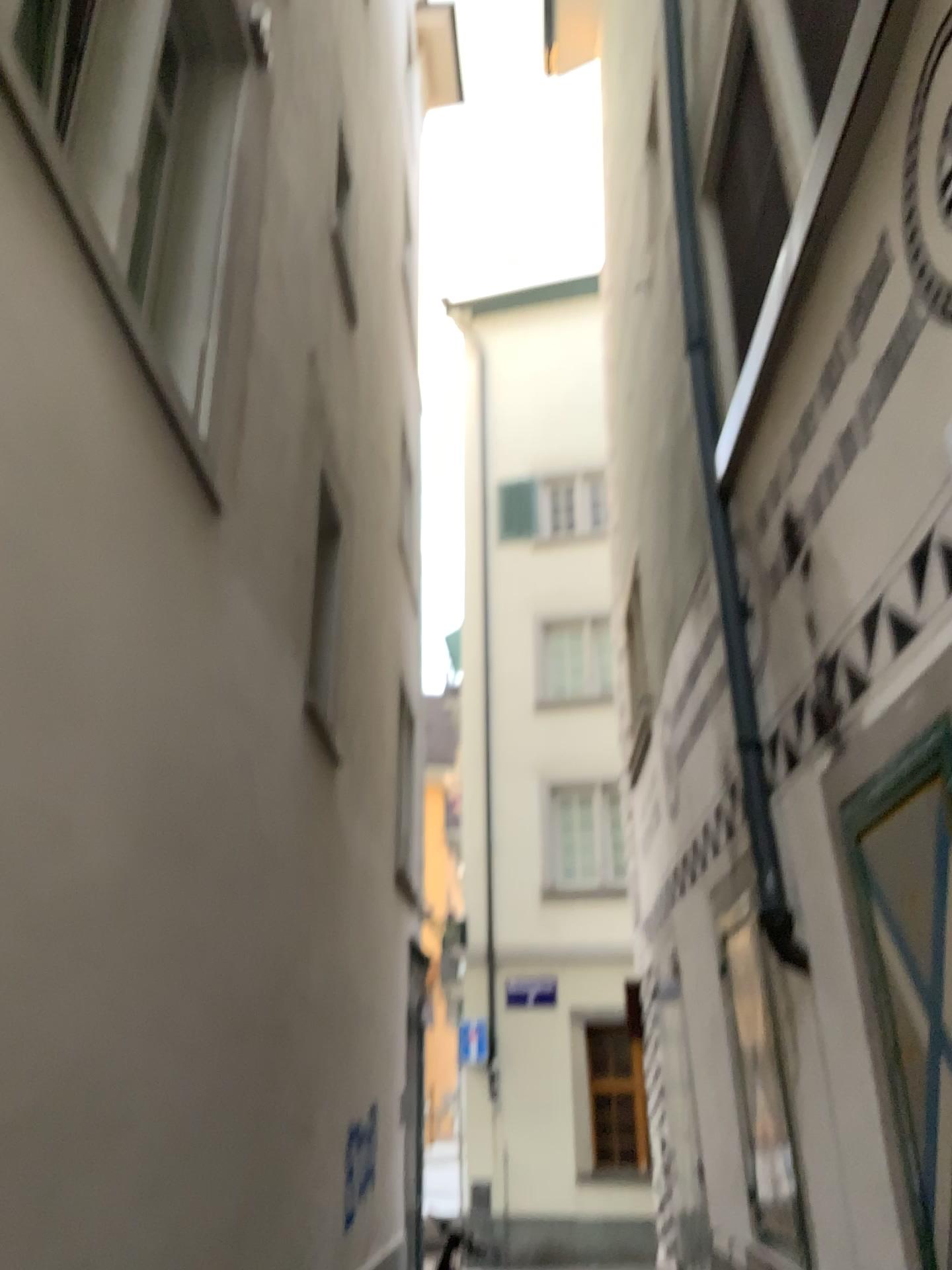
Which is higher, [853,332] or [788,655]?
[853,332]
